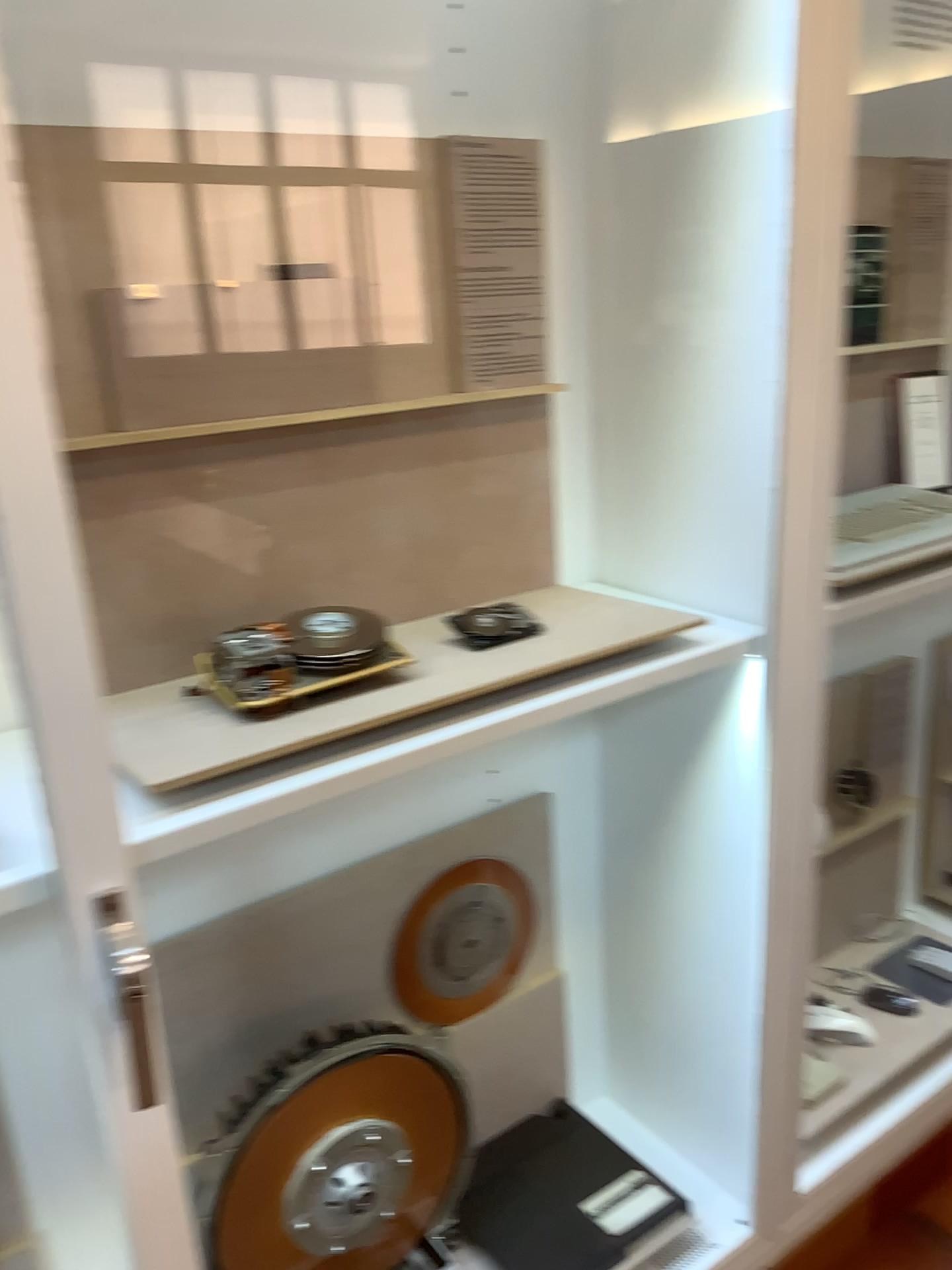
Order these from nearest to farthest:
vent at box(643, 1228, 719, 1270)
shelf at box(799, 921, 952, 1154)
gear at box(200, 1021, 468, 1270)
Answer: gear at box(200, 1021, 468, 1270), vent at box(643, 1228, 719, 1270), shelf at box(799, 921, 952, 1154)

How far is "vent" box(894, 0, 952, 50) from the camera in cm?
177

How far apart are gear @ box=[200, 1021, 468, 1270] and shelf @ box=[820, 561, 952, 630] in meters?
0.8 m

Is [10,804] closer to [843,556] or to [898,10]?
[843,556]

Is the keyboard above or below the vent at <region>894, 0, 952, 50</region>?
below

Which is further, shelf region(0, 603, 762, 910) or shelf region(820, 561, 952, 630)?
shelf region(820, 561, 952, 630)

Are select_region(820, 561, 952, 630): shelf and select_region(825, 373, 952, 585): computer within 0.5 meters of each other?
yes

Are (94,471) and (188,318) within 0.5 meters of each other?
yes

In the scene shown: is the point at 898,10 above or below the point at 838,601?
above

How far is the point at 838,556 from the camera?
1.5 meters
